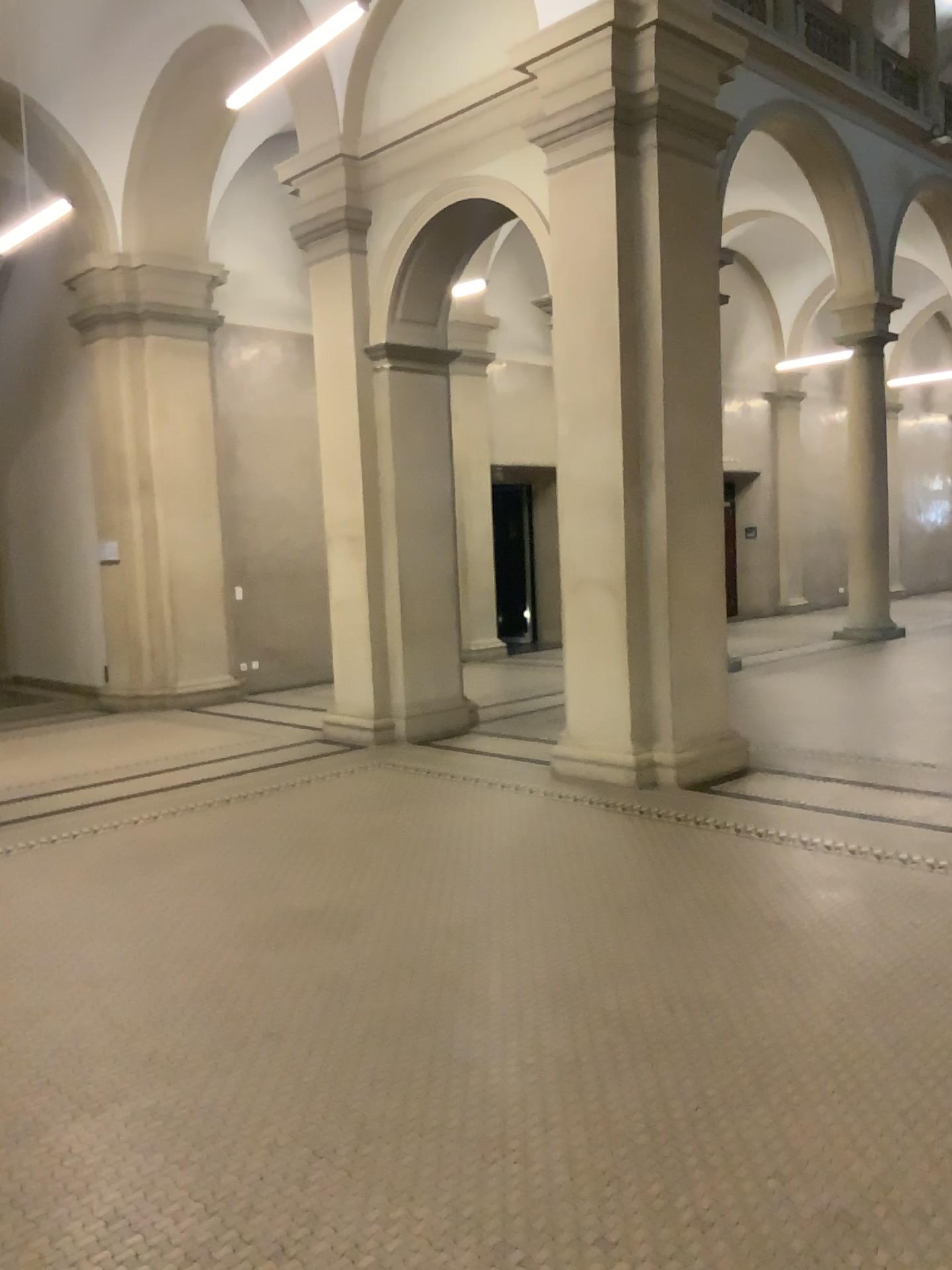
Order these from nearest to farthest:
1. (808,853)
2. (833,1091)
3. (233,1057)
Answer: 1. (833,1091)
2. (233,1057)
3. (808,853)
